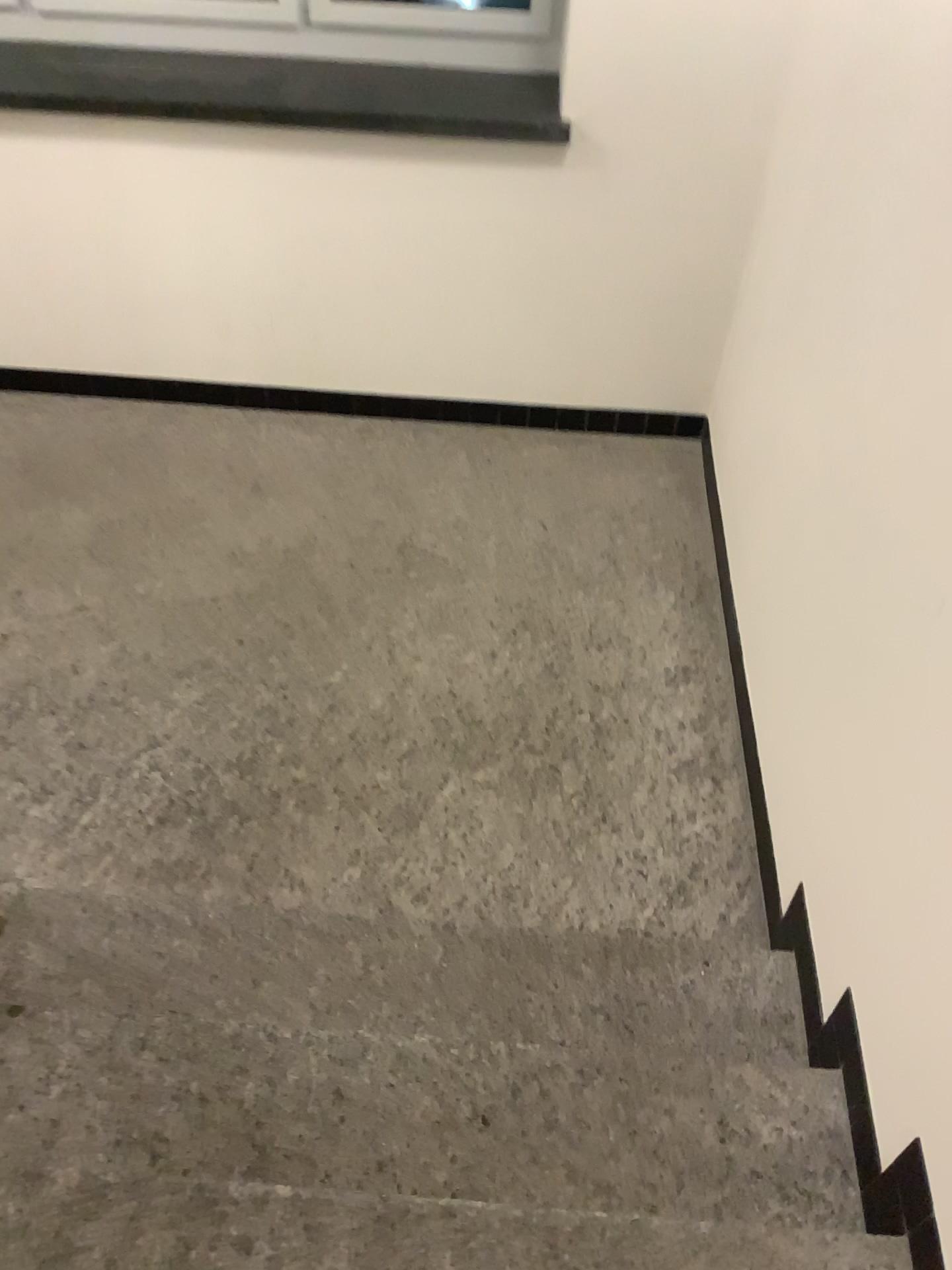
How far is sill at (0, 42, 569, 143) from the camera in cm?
293

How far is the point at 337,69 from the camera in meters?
3.0

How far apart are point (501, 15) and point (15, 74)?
1.4m

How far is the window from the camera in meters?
3.0

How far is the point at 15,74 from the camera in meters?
2.9

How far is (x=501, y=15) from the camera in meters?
3.0 m
